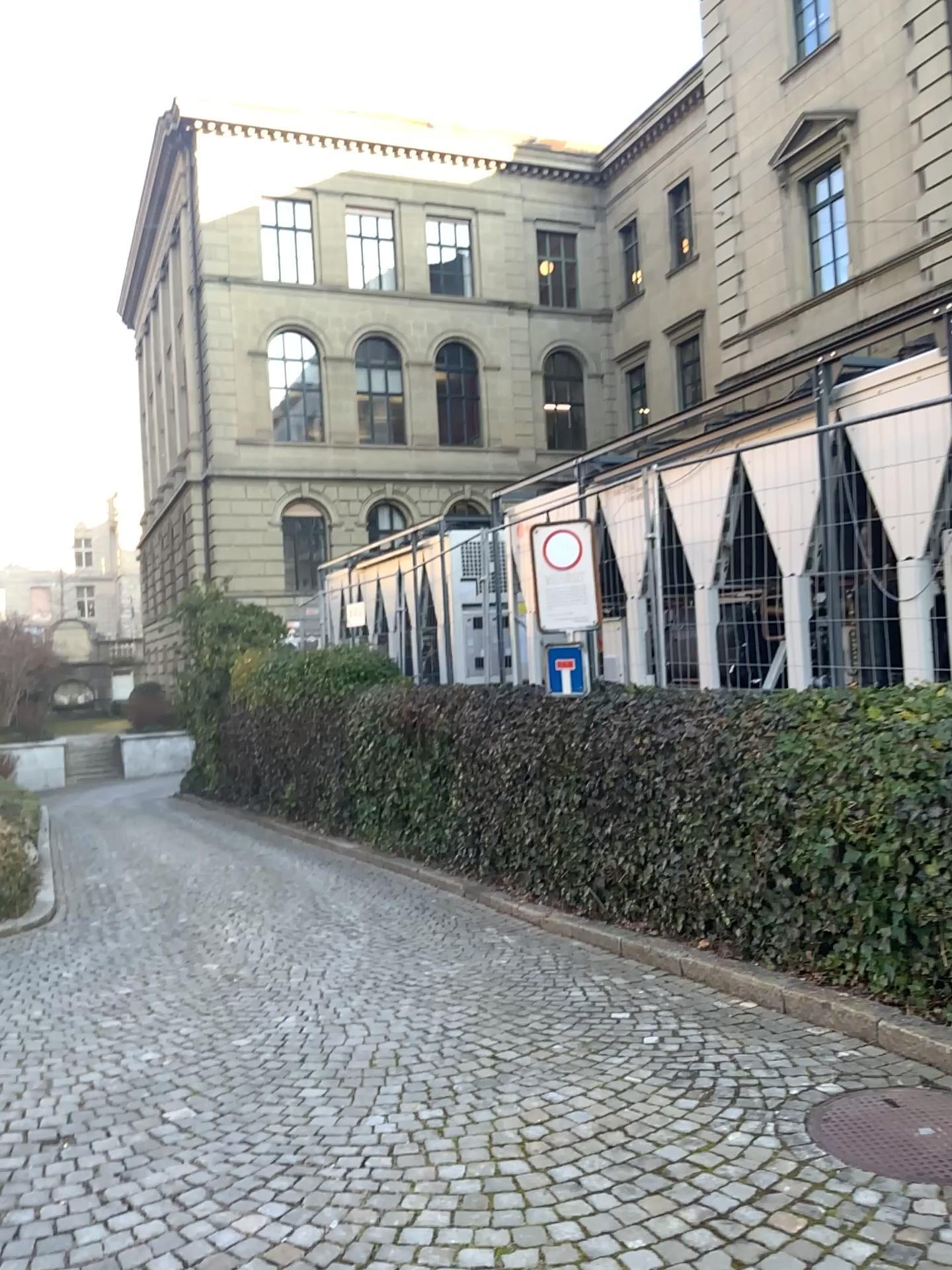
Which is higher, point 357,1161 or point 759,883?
point 759,883
